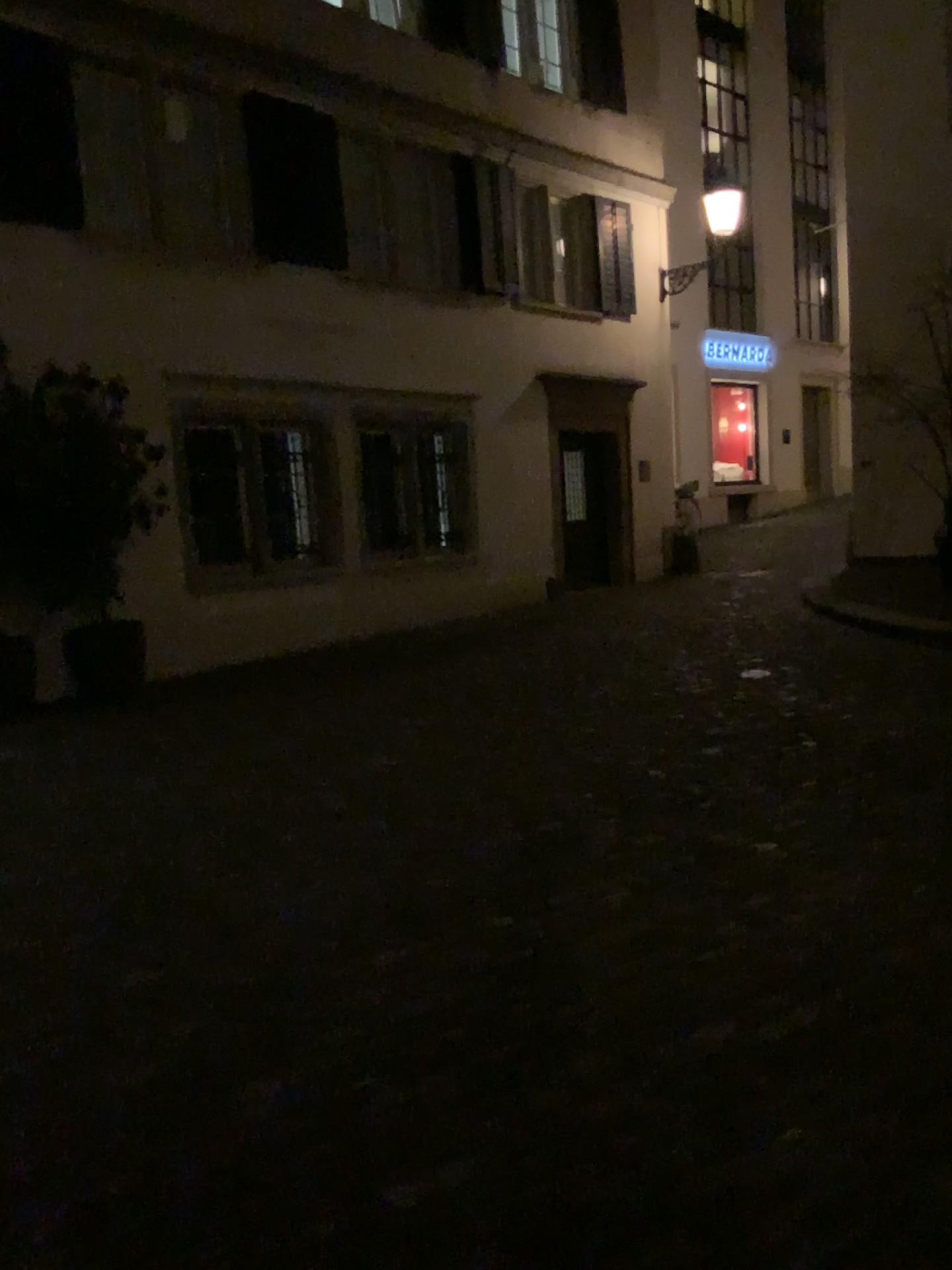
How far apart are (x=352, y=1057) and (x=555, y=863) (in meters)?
1.32
